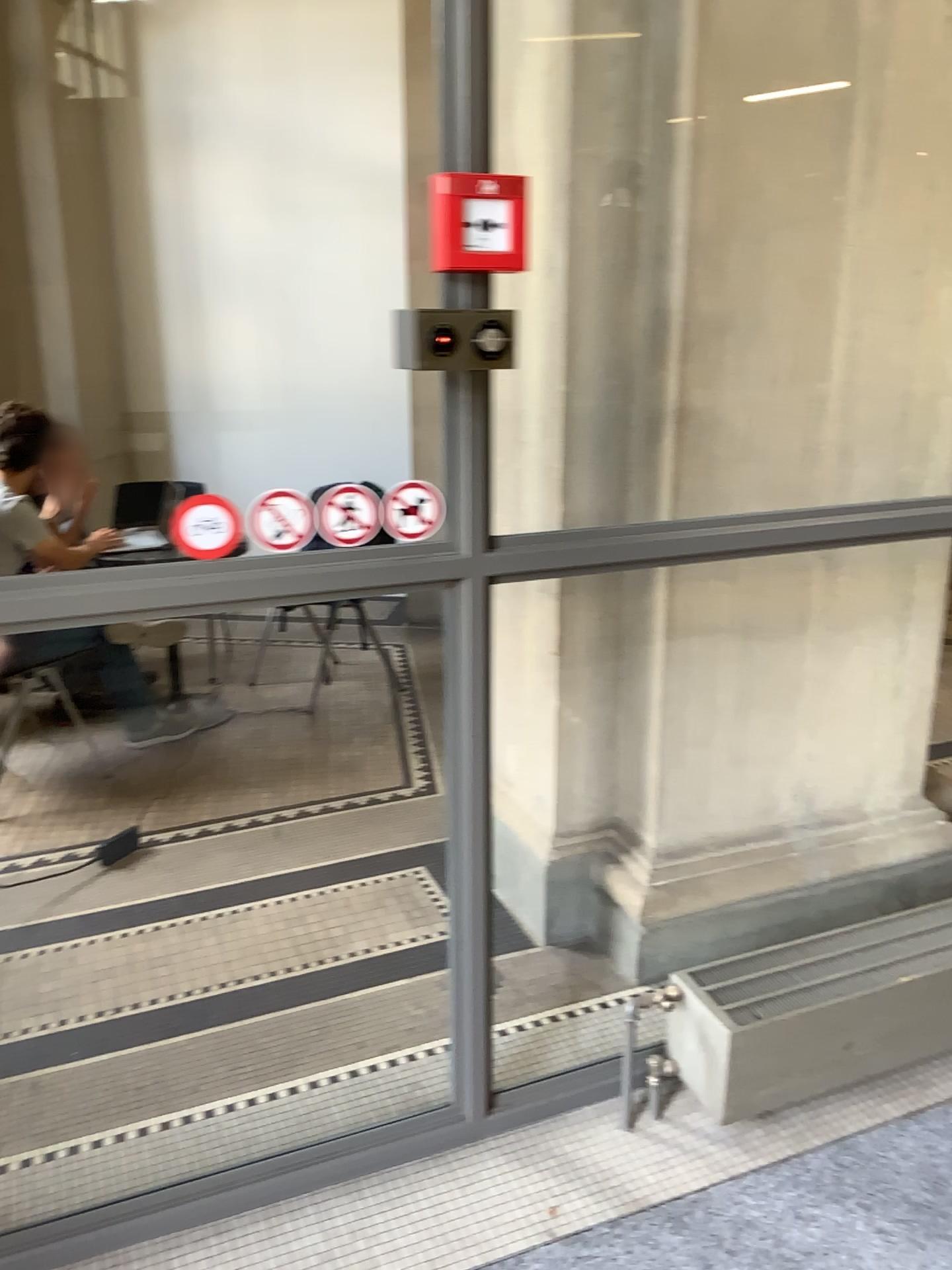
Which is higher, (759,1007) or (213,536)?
(213,536)

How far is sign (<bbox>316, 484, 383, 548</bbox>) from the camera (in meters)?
1.66

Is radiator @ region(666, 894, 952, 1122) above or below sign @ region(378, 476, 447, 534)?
below

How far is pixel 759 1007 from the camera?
1.98m

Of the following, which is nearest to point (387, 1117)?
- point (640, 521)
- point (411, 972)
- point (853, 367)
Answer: point (411, 972)

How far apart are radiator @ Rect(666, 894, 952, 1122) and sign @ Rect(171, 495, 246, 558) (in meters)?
1.19

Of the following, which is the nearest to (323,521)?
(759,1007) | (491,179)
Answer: (491,179)

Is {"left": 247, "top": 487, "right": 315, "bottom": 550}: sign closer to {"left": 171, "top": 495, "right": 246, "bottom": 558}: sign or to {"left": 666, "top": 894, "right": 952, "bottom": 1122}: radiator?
{"left": 171, "top": 495, "right": 246, "bottom": 558}: sign

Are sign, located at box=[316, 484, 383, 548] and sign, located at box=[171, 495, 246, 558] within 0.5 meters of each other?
yes

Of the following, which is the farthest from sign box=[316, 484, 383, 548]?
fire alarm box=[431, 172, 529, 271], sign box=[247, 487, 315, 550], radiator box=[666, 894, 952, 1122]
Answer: radiator box=[666, 894, 952, 1122]
